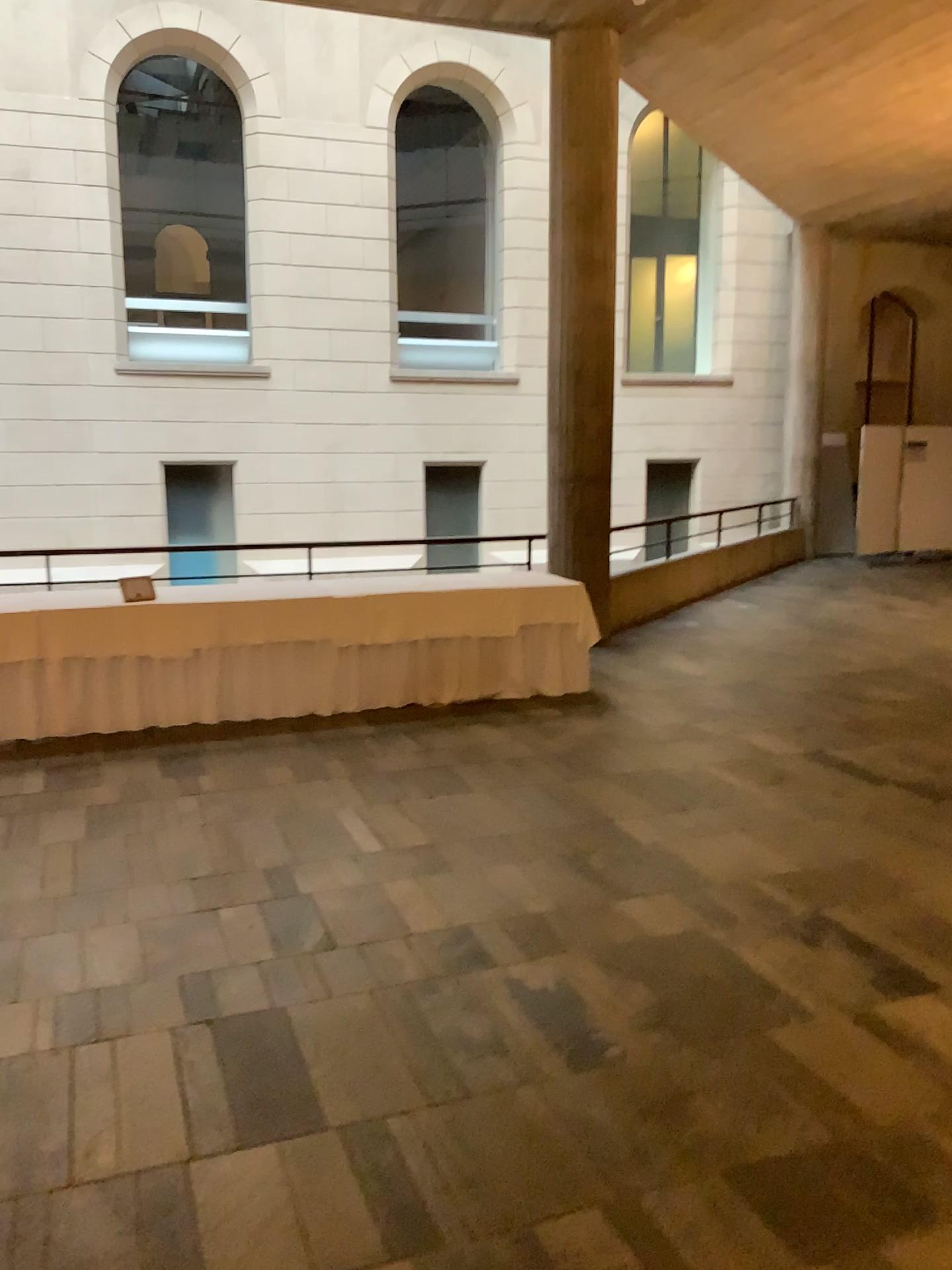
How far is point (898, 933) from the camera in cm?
352
